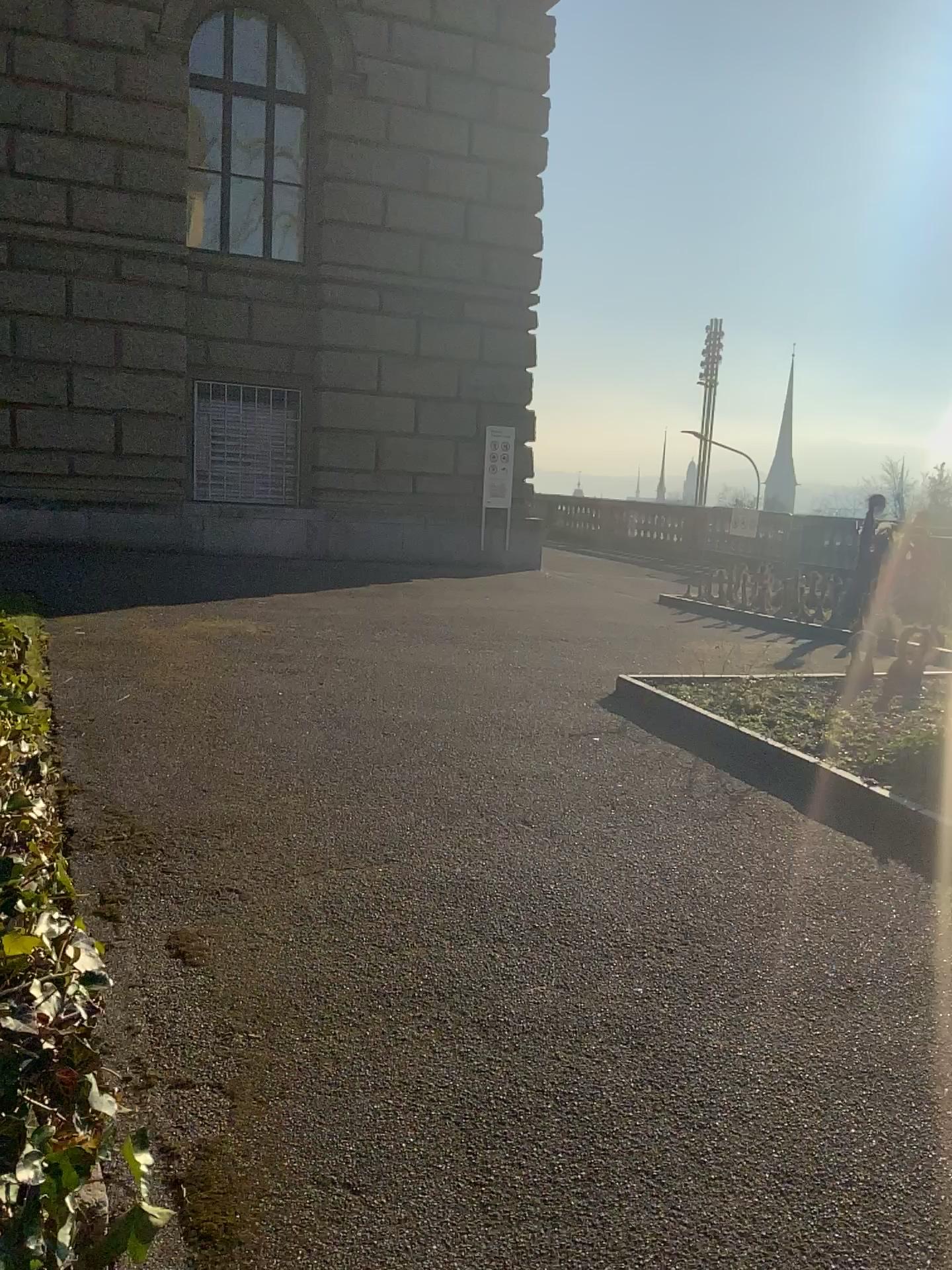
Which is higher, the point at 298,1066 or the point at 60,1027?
the point at 60,1027
